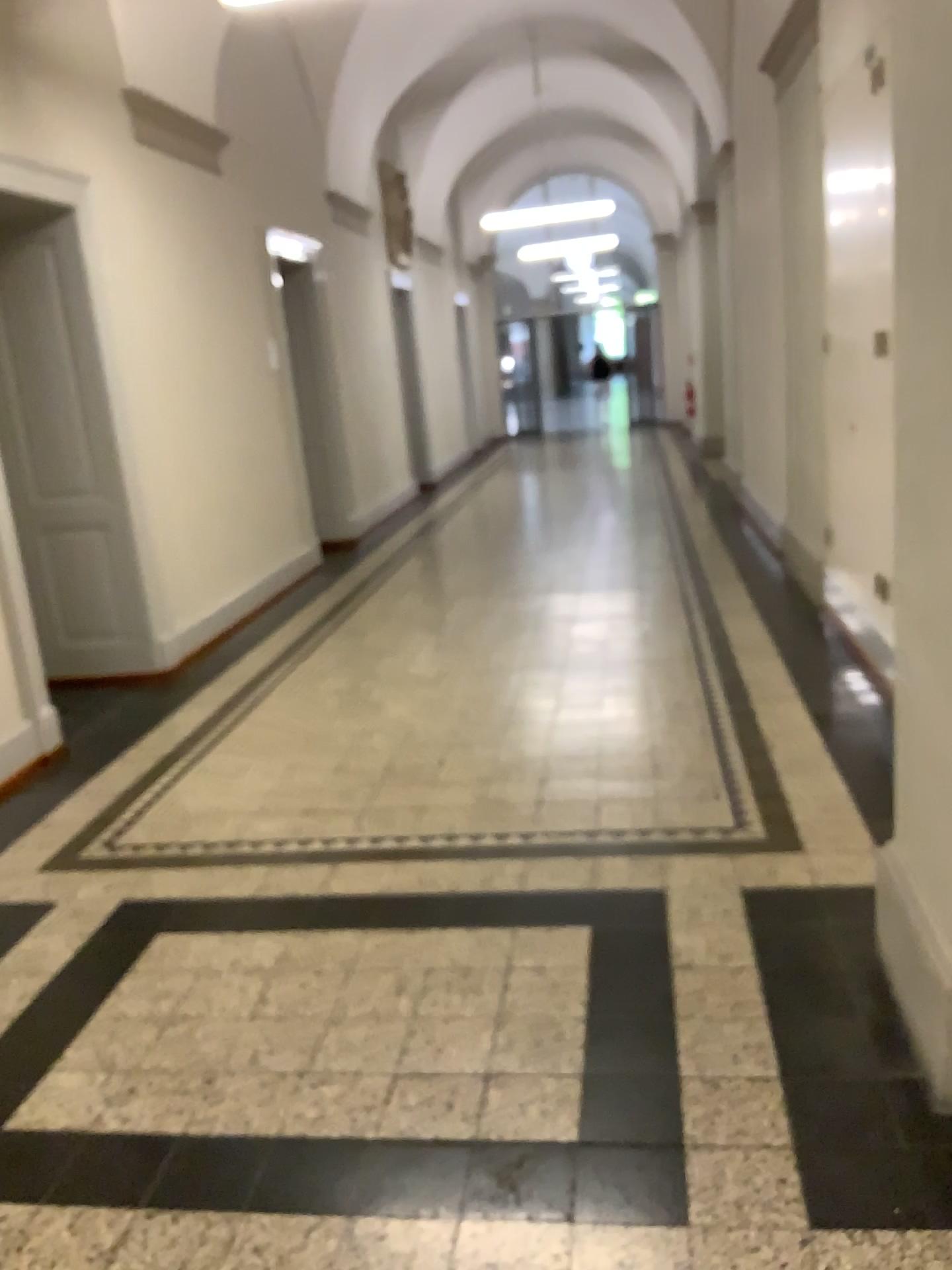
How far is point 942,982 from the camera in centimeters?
206cm

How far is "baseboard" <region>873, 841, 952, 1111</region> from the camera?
2.1 meters

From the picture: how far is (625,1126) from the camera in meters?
2.1
